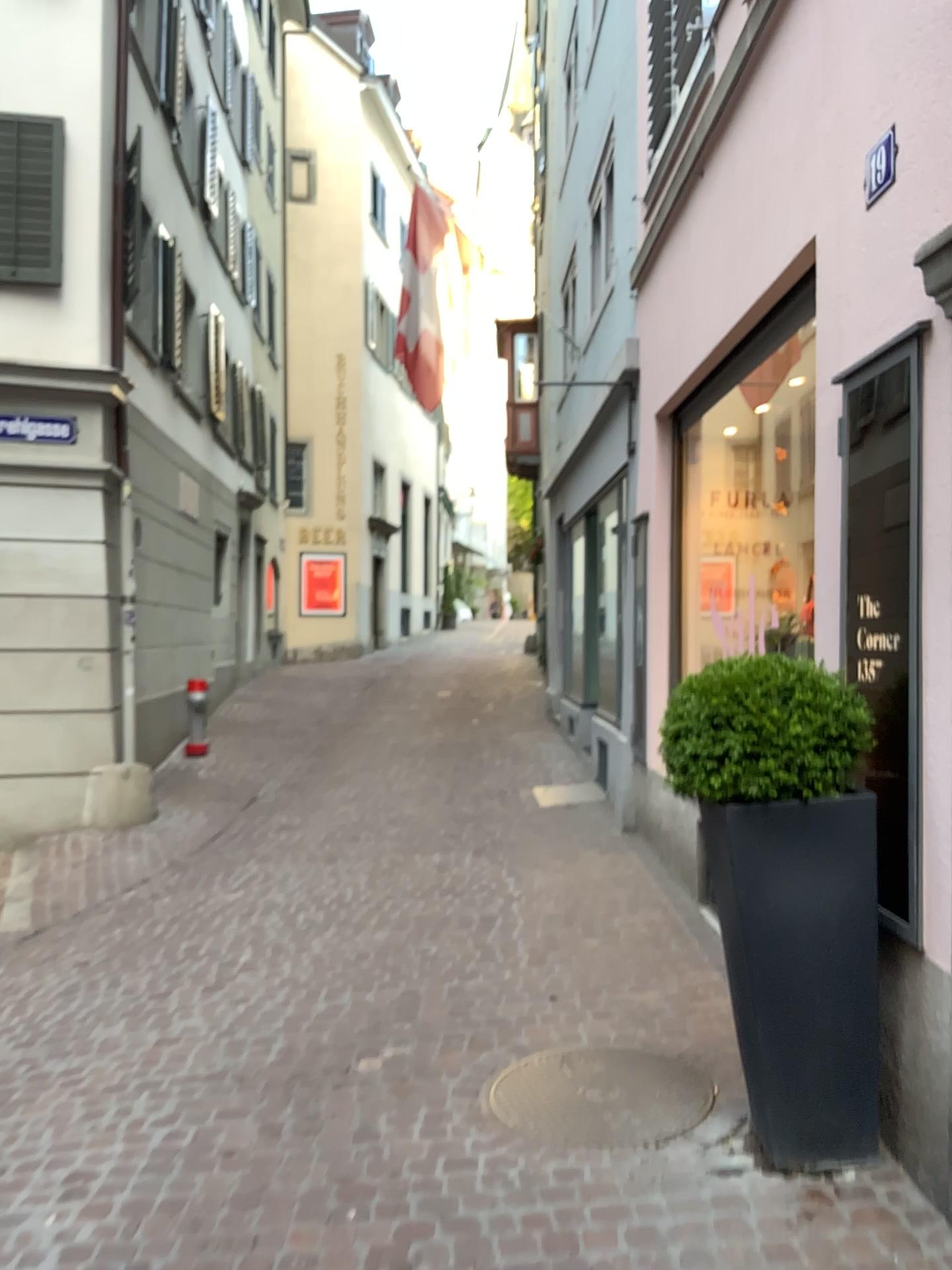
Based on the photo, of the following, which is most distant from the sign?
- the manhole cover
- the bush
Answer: the manhole cover

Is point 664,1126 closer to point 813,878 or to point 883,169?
point 813,878

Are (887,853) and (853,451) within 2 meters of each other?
yes

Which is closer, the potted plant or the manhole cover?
the potted plant

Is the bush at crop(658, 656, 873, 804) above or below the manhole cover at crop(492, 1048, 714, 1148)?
above

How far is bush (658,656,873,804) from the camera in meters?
2.7

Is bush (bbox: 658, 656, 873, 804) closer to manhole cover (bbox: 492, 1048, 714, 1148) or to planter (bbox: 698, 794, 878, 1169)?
planter (bbox: 698, 794, 878, 1169)

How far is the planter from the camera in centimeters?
274cm

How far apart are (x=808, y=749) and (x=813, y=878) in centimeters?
33cm

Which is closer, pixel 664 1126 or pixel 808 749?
pixel 808 749
